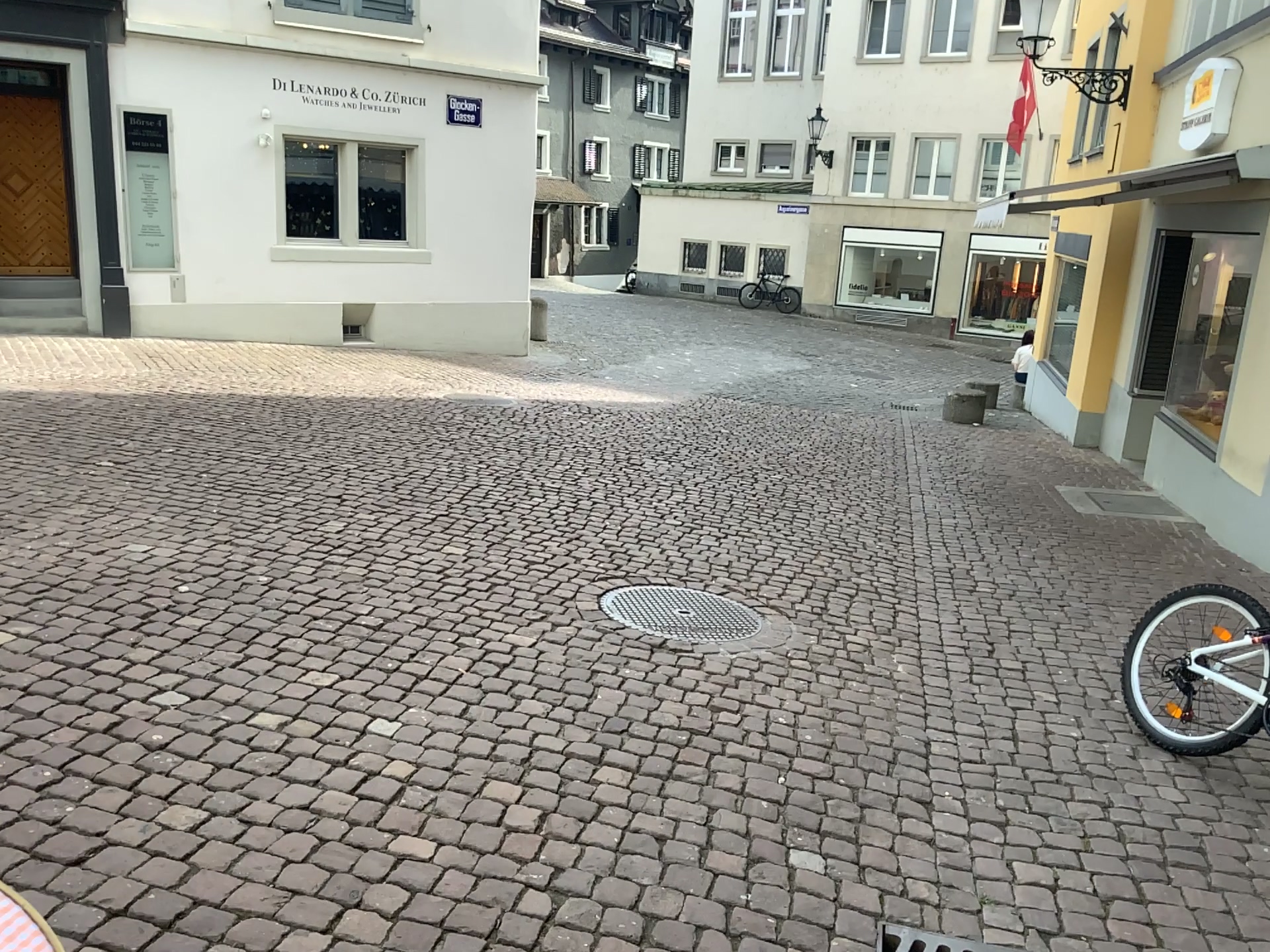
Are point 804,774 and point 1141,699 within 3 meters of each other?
yes
